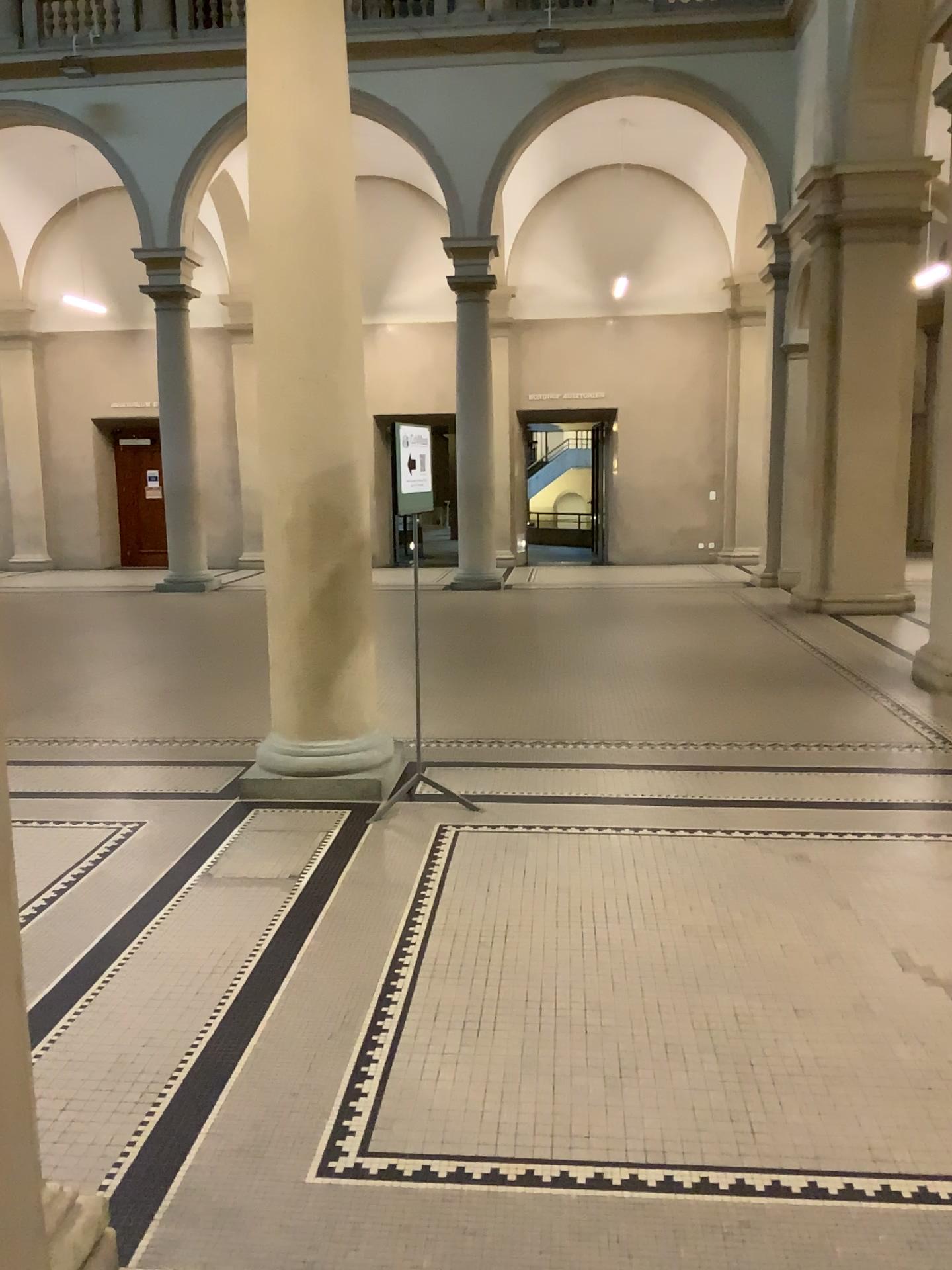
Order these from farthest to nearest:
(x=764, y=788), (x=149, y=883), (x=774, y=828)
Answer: (x=764, y=788)
(x=774, y=828)
(x=149, y=883)
